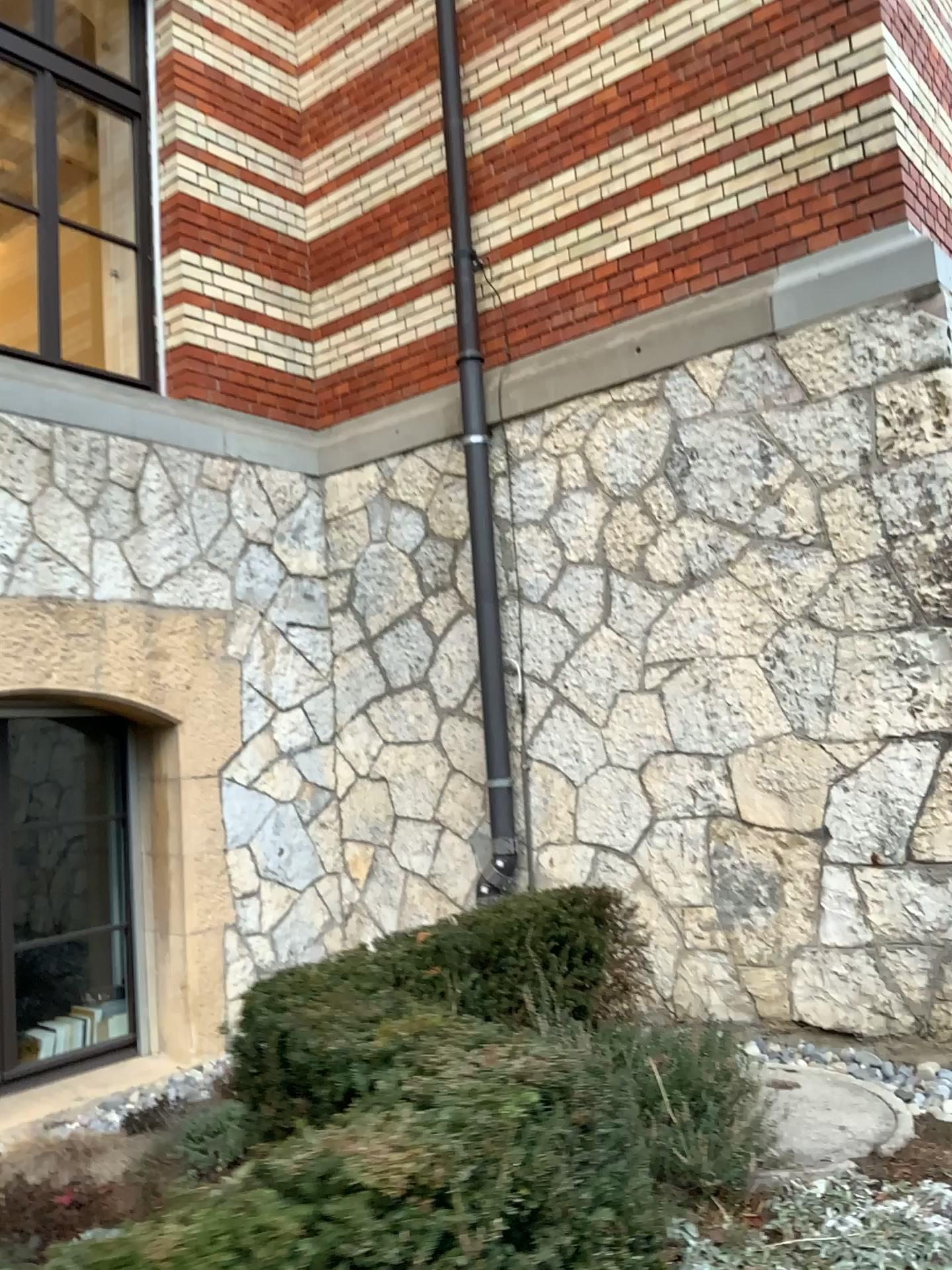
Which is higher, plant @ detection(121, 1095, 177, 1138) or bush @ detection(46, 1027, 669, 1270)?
bush @ detection(46, 1027, 669, 1270)

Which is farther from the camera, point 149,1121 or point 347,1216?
point 149,1121

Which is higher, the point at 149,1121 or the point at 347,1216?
the point at 347,1216

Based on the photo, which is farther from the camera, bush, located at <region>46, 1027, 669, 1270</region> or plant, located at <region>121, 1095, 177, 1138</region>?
plant, located at <region>121, 1095, 177, 1138</region>

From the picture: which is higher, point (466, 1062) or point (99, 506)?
point (99, 506)
